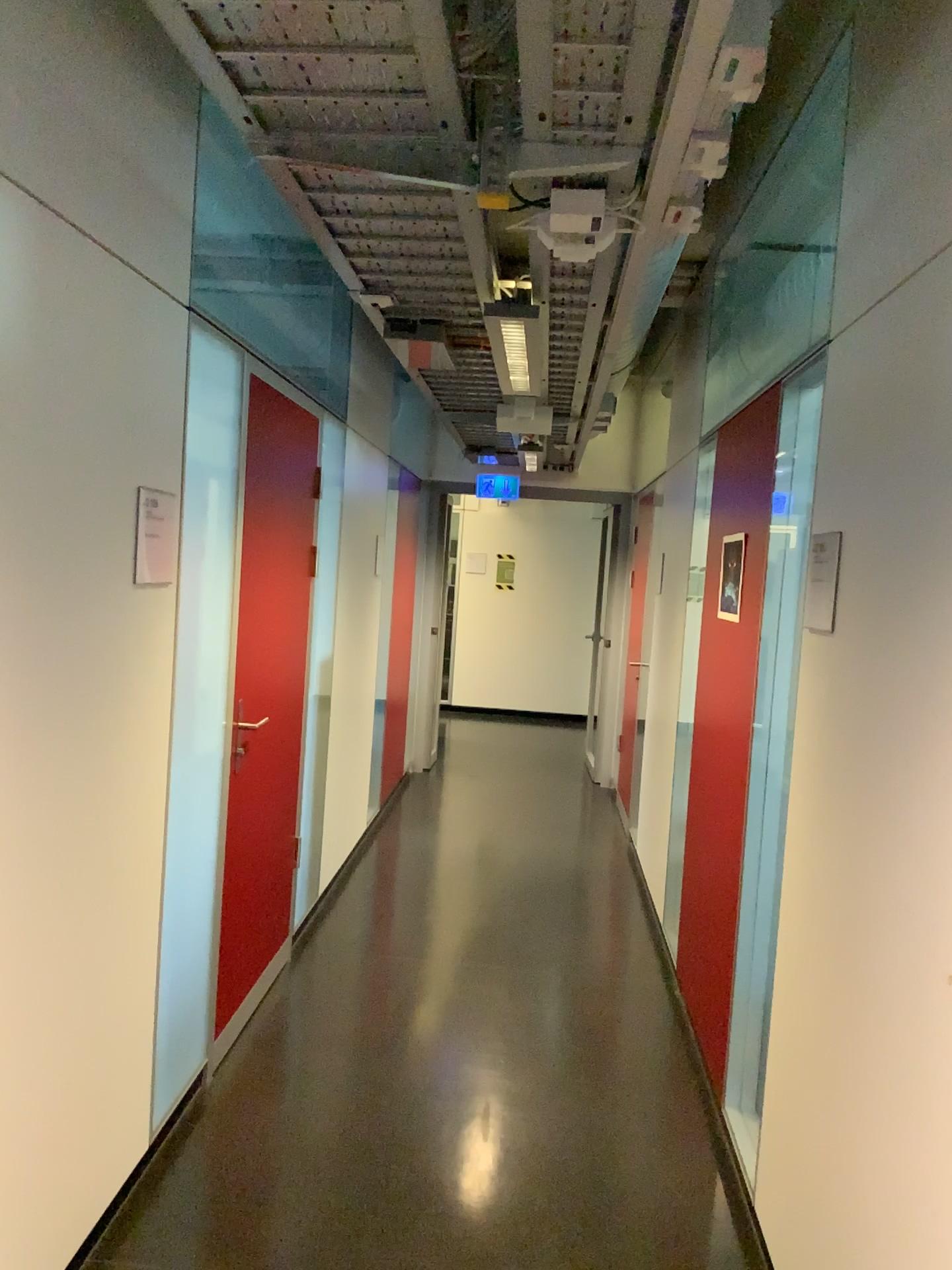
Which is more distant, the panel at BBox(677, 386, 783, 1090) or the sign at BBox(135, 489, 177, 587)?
the panel at BBox(677, 386, 783, 1090)

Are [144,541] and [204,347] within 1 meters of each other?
yes

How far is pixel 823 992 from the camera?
2.1m

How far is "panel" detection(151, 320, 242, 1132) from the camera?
2.6m

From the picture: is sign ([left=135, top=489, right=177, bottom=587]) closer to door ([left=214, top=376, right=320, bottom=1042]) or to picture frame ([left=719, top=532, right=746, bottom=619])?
door ([left=214, top=376, right=320, bottom=1042])

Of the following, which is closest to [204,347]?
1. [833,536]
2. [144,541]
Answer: [144,541]

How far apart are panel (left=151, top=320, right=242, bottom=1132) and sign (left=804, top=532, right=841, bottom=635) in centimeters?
146cm

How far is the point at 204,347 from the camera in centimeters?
264cm

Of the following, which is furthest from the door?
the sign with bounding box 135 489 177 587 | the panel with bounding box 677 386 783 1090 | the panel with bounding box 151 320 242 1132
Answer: the panel with bounding box 677 386 783 1090

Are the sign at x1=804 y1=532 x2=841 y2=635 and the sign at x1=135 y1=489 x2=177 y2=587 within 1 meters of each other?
no
